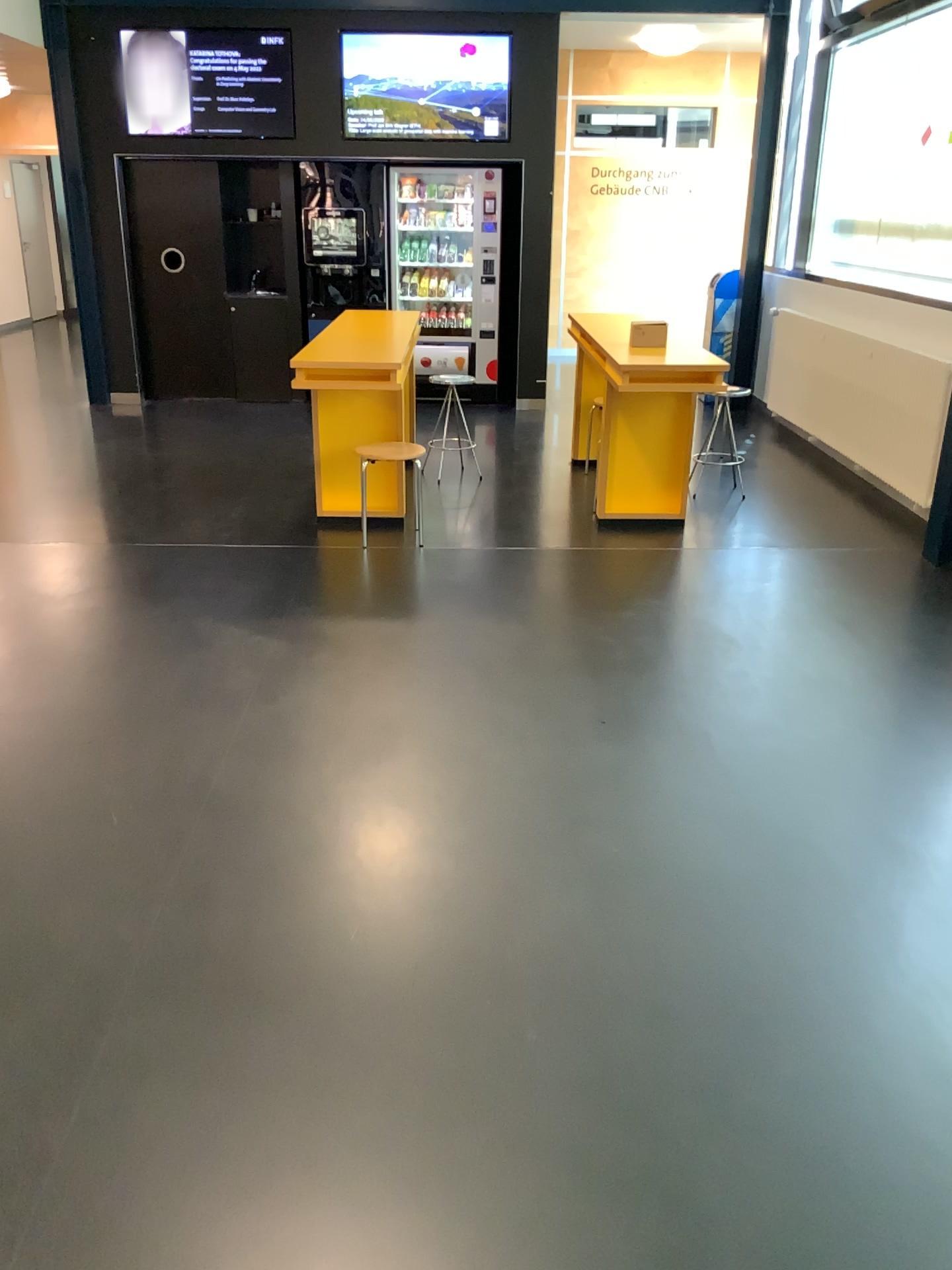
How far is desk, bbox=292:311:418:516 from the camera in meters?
4.9

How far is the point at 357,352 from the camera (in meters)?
4.87

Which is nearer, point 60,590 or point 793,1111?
point 793,1111
